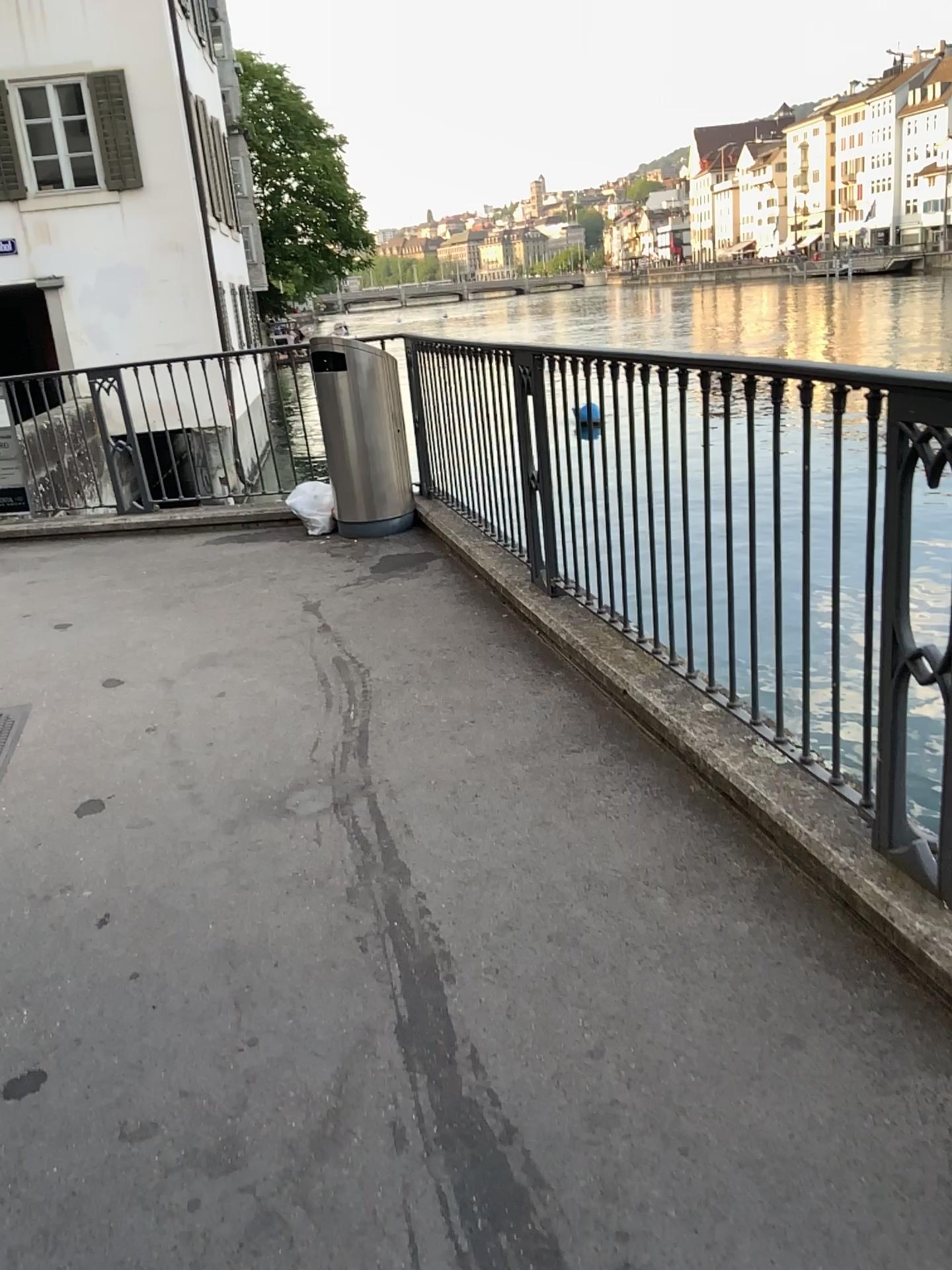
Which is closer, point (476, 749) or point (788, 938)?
point (788, 938)
